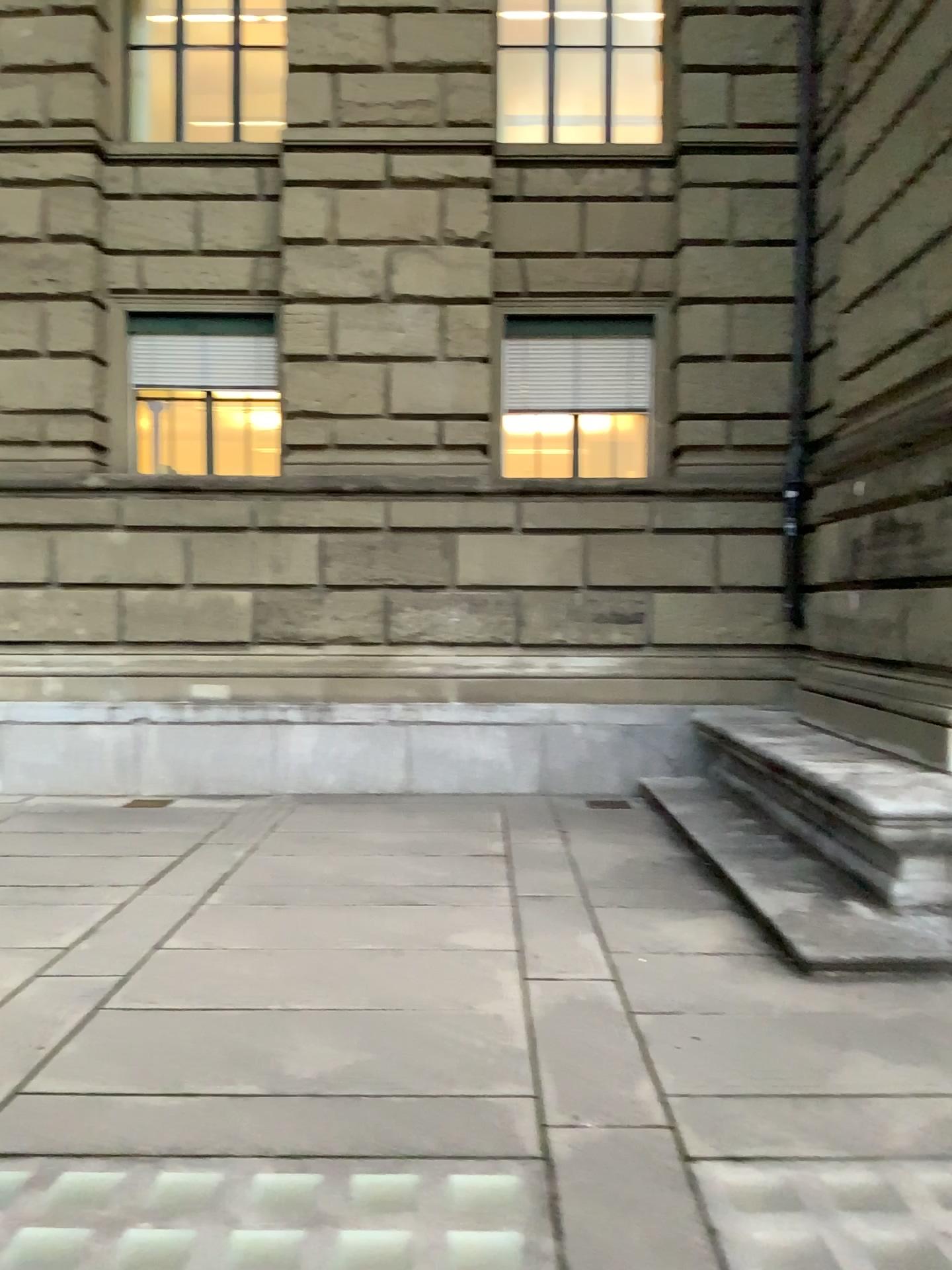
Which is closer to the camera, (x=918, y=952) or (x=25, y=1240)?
(x=25, y=1240)

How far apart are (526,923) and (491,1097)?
1.78m

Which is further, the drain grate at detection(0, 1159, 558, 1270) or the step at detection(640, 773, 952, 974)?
the step at detection(640, 773, 952, 974)
